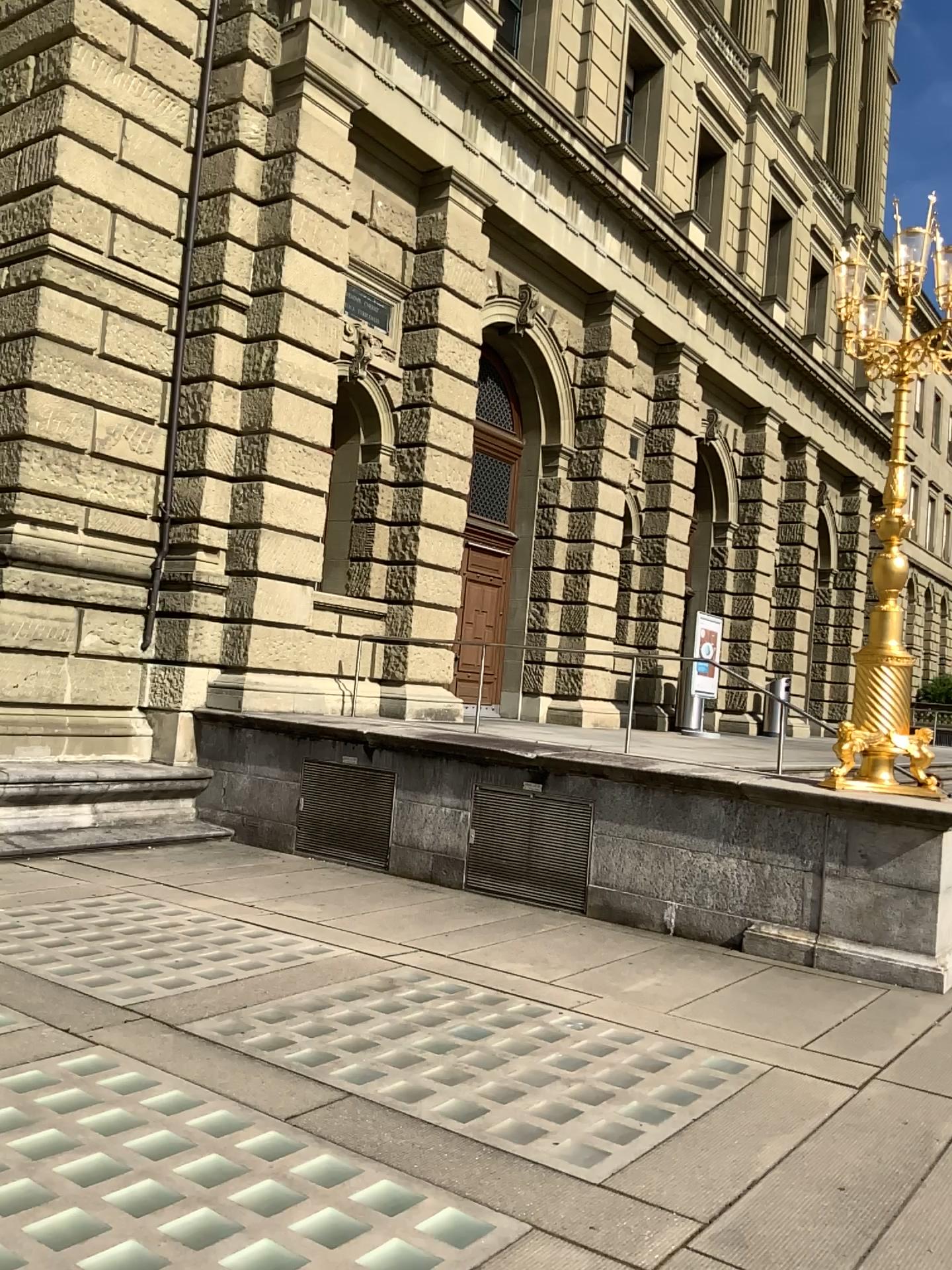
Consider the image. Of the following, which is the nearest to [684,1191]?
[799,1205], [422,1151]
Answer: [799,1205]
